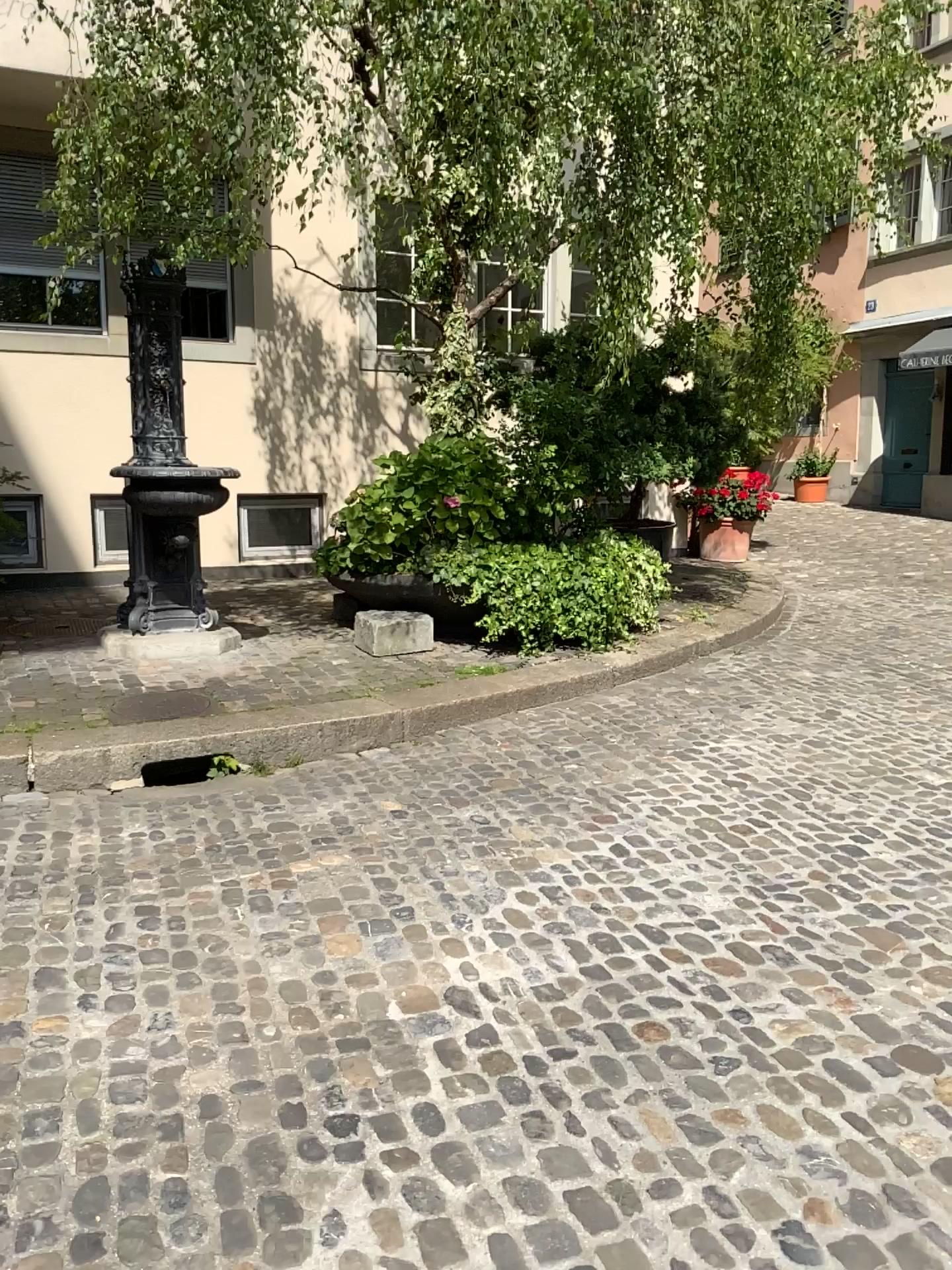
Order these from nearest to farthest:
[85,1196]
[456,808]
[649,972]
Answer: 1. [85,1196]
2. [649,972]
3. [456,808]
